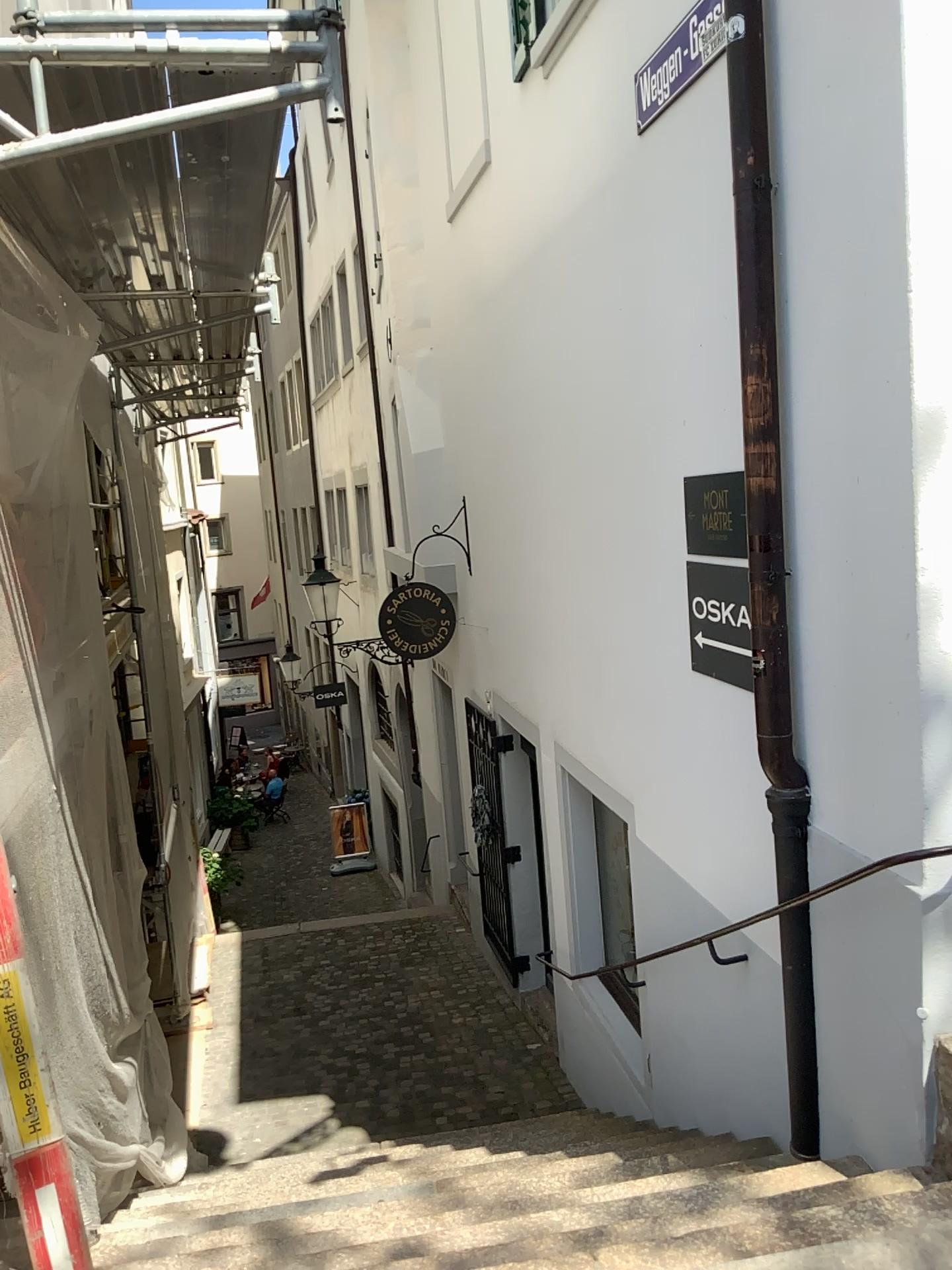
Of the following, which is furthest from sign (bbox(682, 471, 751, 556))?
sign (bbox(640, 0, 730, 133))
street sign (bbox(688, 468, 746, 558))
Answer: sign (bbox(640, 0, 730, 133))

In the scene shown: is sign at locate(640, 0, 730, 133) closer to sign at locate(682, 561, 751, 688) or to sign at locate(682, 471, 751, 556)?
sign at locate(682, 471, 751, 556)

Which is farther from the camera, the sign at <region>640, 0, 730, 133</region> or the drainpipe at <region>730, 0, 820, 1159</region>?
the sign at <region>640, 0, 730, 133</region>

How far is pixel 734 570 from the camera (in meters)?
3.45

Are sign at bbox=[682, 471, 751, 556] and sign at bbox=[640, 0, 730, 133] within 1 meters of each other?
no

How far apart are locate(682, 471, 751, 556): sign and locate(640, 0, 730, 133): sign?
1.3m

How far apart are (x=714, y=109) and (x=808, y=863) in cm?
237

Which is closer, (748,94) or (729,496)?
(748,94)

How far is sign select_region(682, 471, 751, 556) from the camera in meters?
3.4 m

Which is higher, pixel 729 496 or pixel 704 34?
pixel 704 34
